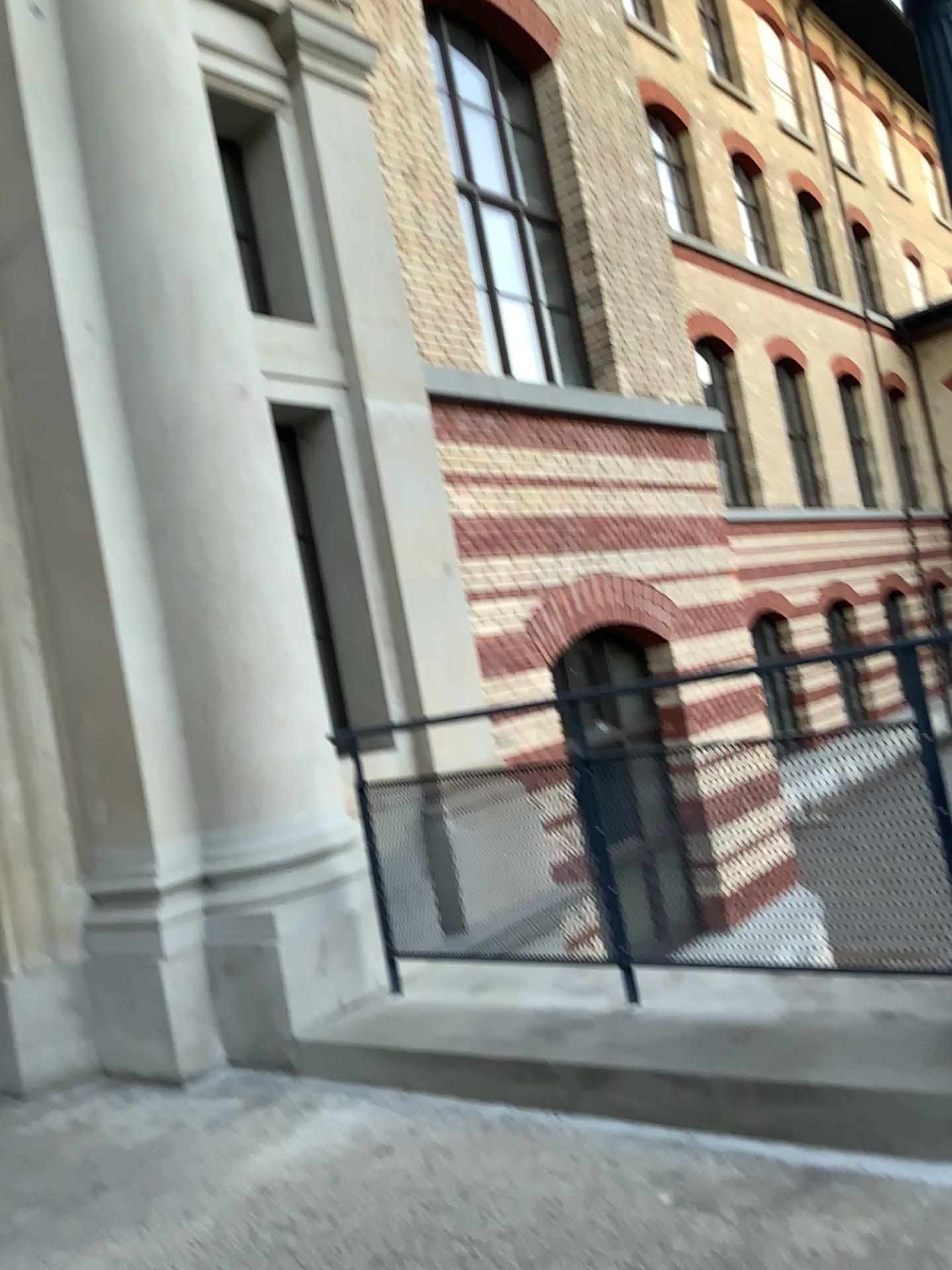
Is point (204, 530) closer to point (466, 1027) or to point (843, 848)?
point (466, 1027)
